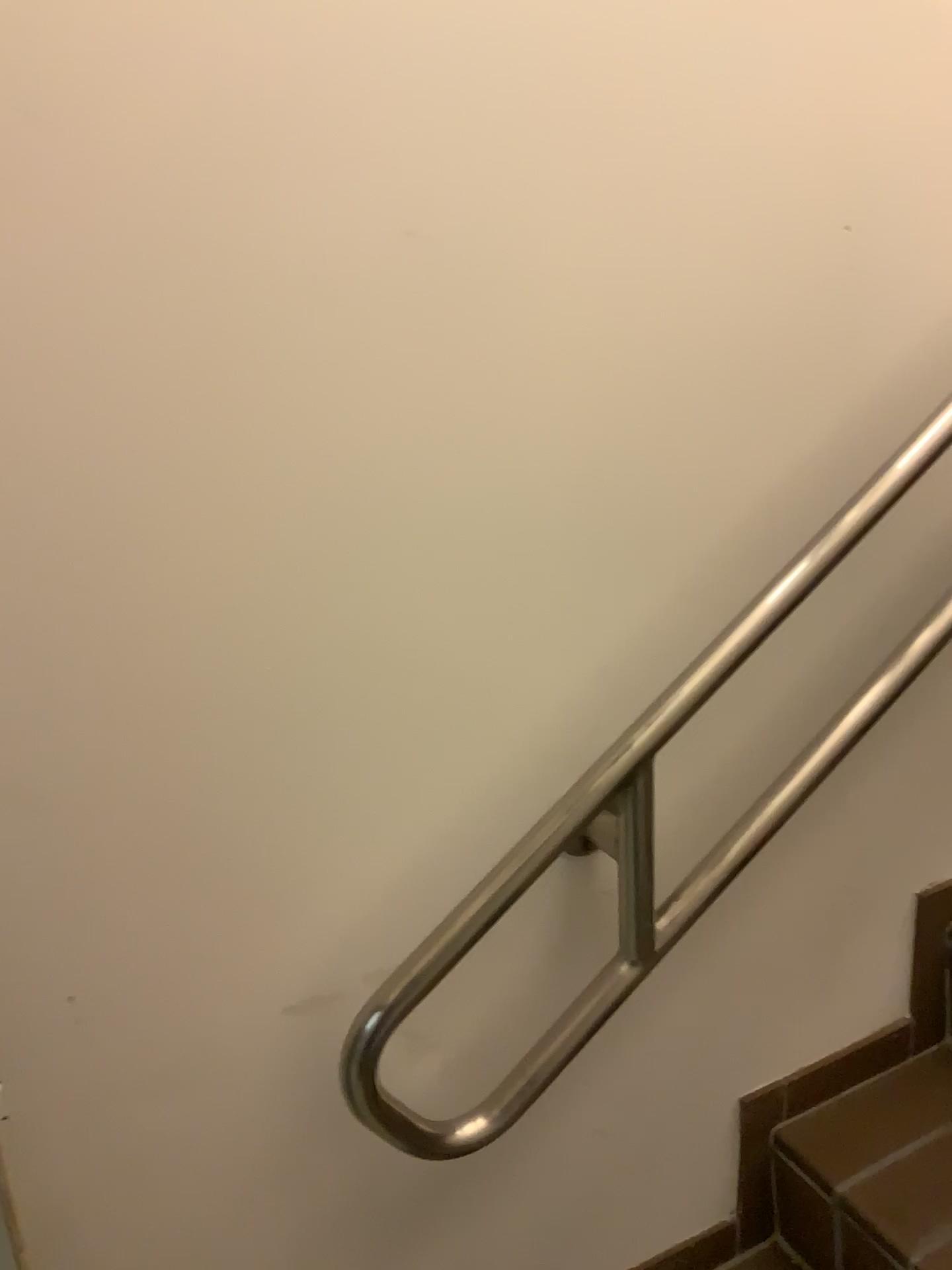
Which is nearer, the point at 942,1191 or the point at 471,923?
the point at 471,923

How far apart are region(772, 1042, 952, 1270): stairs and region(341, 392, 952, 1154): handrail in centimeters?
34cm

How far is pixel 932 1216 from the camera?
1.1m

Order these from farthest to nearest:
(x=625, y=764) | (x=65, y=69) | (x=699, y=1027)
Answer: (x=699, y=1027) → (x=625, y=764) → (x=65, y=69)

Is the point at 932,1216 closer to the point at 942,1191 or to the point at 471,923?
the point at 942,1191

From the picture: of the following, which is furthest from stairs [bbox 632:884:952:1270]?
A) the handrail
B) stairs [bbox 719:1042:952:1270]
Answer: the handrail

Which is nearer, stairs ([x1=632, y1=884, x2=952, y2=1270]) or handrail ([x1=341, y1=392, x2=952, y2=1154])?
handrail ([x1=341, y1=392, x2=952, y2=1154])

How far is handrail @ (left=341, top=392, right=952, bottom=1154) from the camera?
0.9m

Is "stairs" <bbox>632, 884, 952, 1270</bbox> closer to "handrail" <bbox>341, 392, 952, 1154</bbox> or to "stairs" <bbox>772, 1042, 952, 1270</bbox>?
"stairs" <bbox>772, 1042, 952, 1270</bbox>

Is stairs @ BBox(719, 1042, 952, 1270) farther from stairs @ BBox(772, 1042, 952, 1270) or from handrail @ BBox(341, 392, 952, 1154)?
handrail @ BBox(341, 392, 952, 1154)
